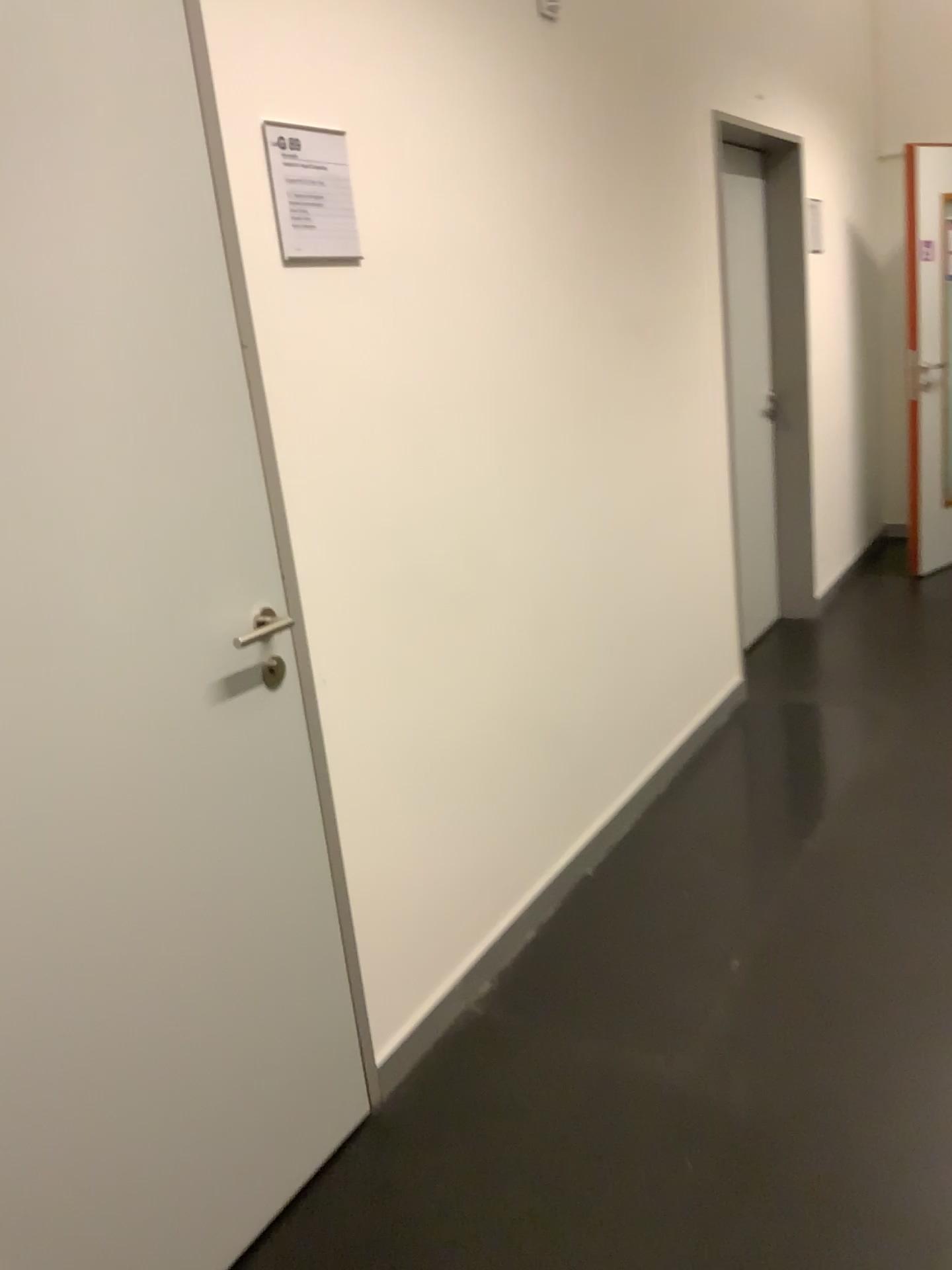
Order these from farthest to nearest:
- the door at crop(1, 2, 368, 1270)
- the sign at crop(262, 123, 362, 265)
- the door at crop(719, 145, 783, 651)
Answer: the door at crop(719, 145, 783, 651) → the sign at crop(262, 123, 362, 265) → the door at crop(1, 2, 368, 1270)

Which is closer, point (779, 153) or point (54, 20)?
point (54, 20)

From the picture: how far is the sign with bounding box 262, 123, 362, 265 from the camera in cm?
174

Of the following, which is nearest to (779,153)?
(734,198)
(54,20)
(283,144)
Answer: (734,198)

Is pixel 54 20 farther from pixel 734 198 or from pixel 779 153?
pixel 779 153

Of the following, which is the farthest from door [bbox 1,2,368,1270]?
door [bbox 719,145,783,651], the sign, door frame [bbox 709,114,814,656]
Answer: door frame [bbox 709,114,814,656]

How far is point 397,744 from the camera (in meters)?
2.14

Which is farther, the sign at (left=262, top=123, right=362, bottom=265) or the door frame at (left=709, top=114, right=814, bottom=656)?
the door frame at (left=709, top=114, right=814, bottom=656)

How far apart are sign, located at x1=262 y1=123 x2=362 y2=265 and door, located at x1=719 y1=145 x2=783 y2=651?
2.6m

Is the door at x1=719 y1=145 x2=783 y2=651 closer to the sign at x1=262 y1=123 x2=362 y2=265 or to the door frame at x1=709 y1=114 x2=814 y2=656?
the door frame at x1=709 y1=114 x2=814 y2=656
